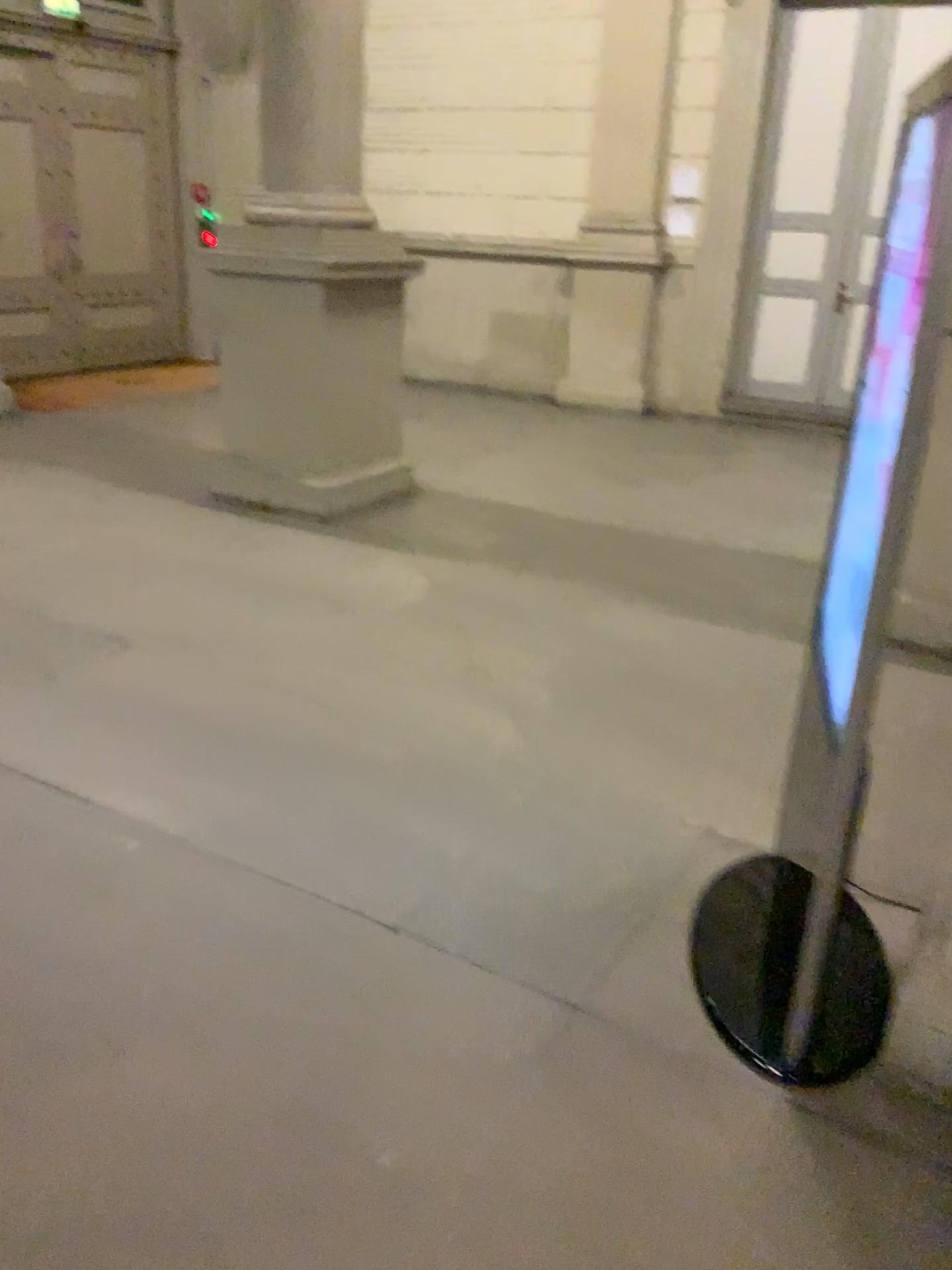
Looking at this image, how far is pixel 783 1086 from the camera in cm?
208
